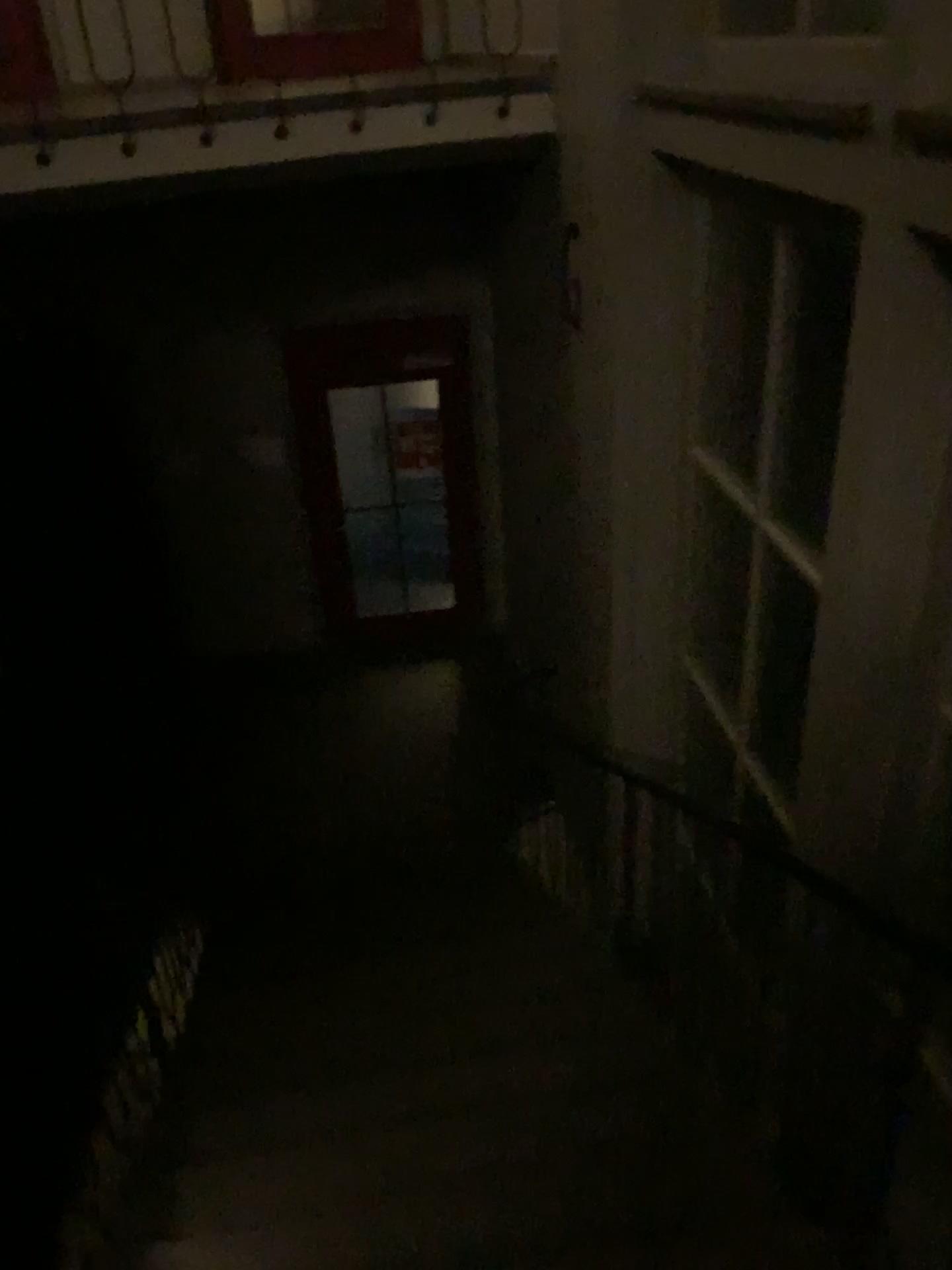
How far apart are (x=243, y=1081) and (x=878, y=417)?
2.61m
